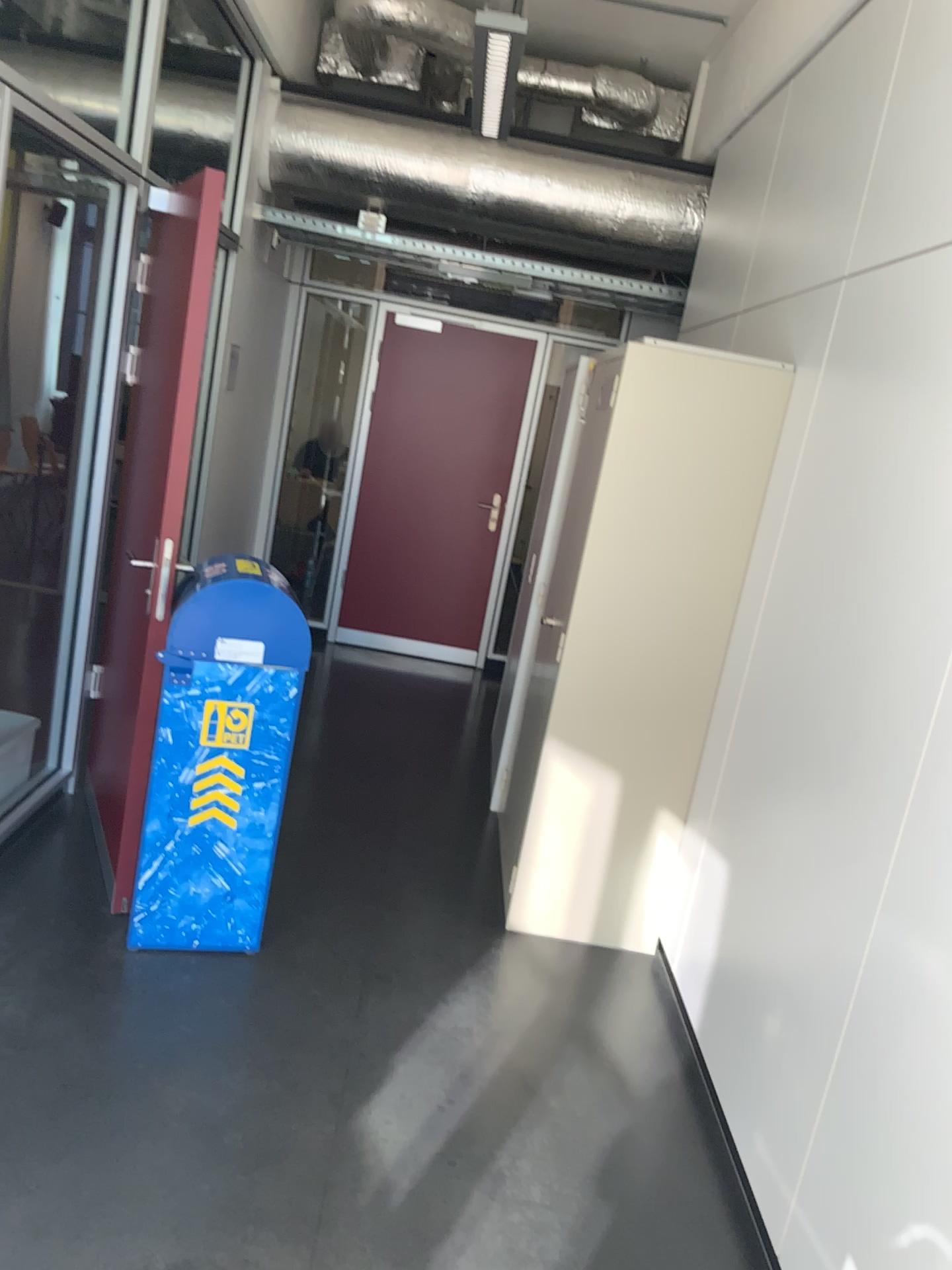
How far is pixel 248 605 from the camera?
2.8 meters

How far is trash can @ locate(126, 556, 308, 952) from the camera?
2.8m

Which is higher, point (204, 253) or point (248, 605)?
point (204, 253)

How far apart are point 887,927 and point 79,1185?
1.64m
